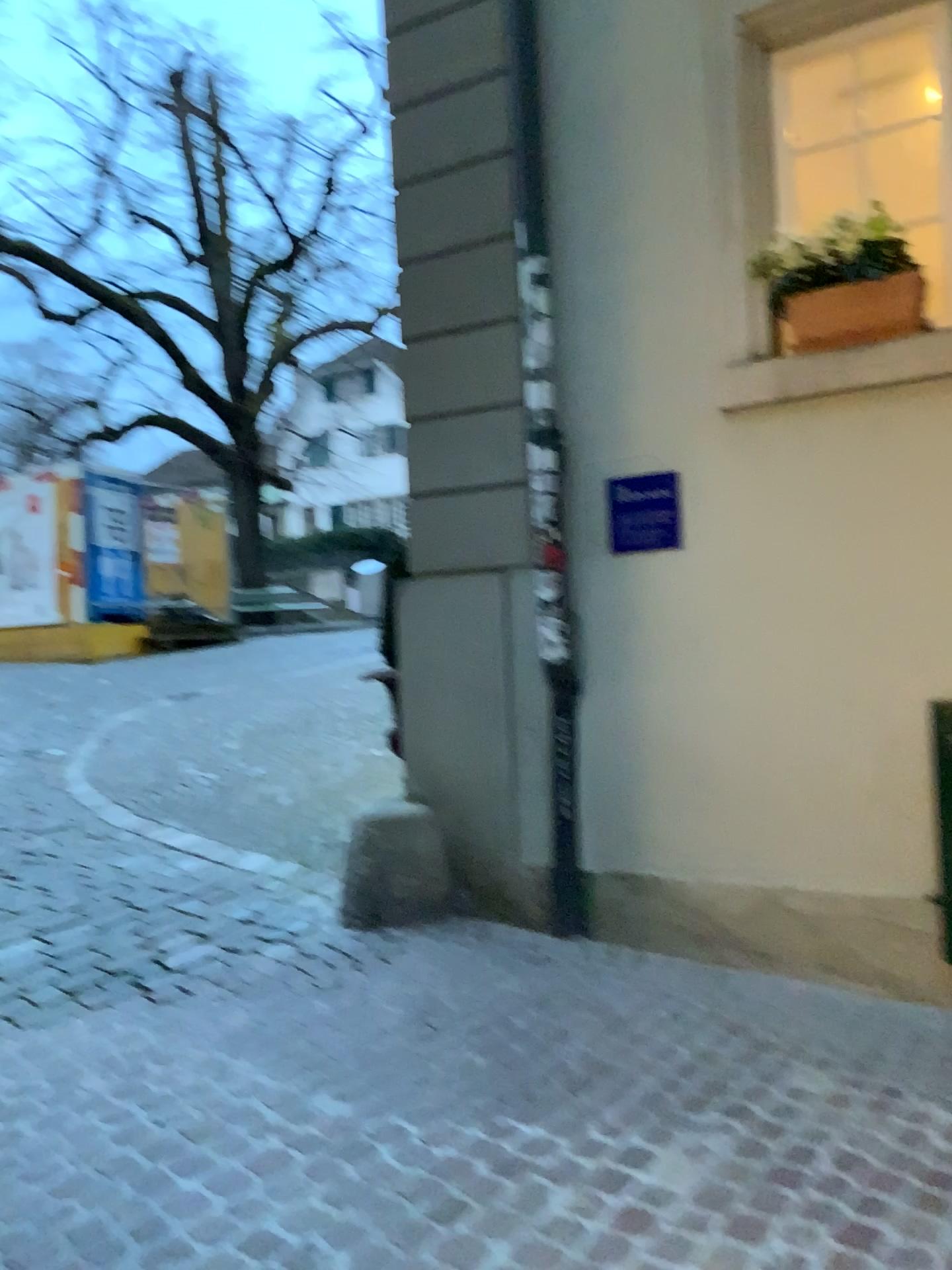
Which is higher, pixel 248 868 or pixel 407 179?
pixel 407 179

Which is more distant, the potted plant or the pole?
the pole

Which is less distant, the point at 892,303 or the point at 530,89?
the point at 892,303

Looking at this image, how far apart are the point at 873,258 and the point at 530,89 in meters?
1.4

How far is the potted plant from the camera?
3.4m

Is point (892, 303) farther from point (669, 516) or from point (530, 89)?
point (530, 89)

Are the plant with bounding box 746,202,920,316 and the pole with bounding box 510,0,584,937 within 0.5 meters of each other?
no

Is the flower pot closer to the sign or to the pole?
the sign

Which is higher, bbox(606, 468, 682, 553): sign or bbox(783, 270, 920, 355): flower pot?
bbox(783, 270, 920, 355): flower pot

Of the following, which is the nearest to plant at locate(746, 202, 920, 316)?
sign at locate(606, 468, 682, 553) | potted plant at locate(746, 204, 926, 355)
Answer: potted plant at locate(746, 204, 926, 355)
